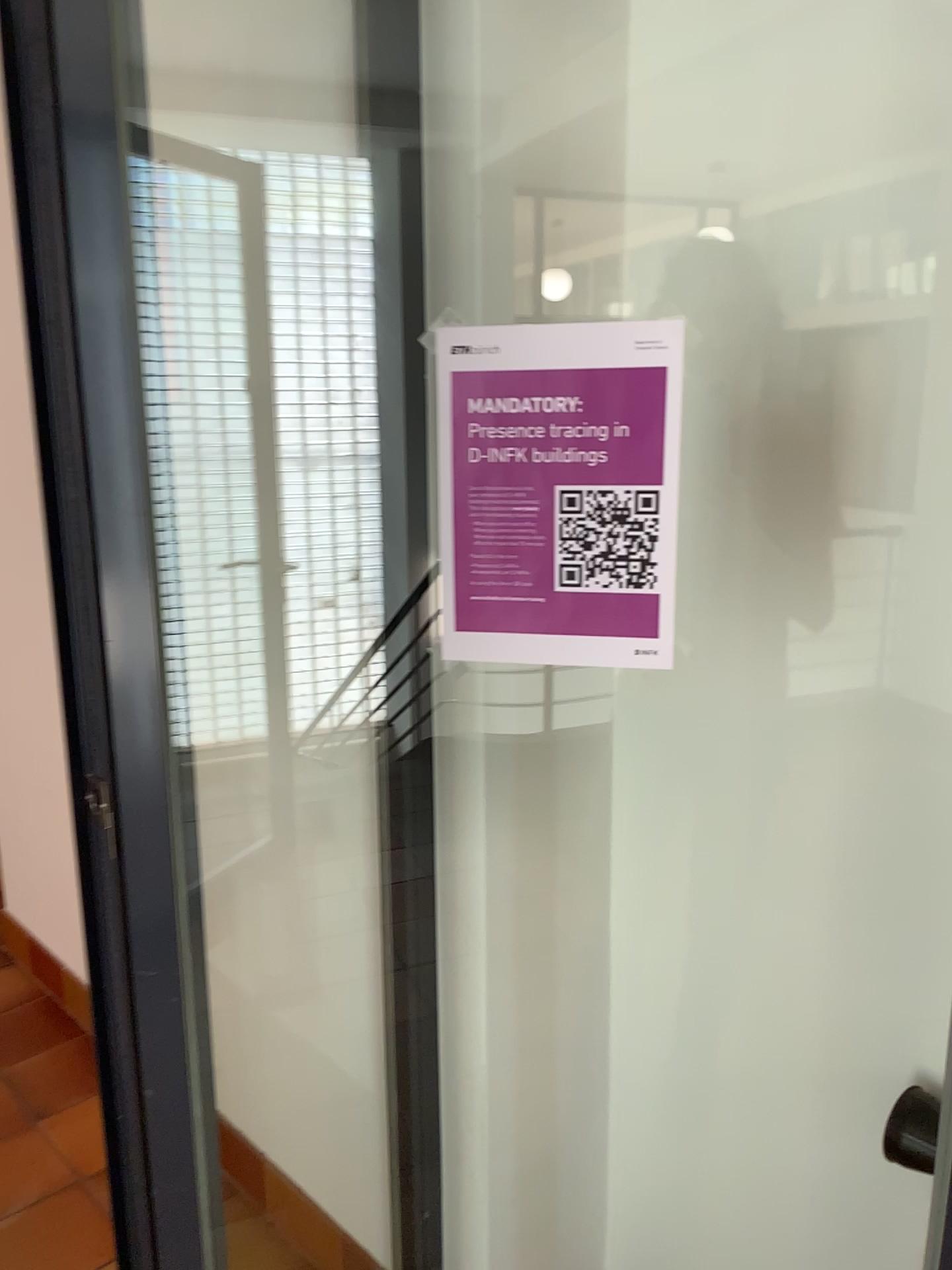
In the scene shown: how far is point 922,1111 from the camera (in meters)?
1.21

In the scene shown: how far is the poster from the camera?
0.9 meters

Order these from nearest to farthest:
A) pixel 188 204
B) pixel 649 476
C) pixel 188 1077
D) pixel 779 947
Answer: pixel 649 476, pixel 188 1077, pixel 779 947, pixel 188 204

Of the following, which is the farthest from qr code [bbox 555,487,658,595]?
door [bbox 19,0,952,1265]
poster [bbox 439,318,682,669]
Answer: door [bbox 19,0,952,1265]

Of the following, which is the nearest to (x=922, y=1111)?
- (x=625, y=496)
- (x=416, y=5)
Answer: (x=625, y=496)

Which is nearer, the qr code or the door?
the qr code

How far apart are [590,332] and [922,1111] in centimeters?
97cm

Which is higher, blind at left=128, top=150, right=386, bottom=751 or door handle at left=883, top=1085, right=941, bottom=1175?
blind at left=128, top=150, right=386, bottom=751

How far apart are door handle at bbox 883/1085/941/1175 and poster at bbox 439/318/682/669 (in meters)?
0.67

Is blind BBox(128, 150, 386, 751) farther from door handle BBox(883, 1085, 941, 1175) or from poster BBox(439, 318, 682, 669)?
door handle BBox(883, 1085, 941, 1175)
